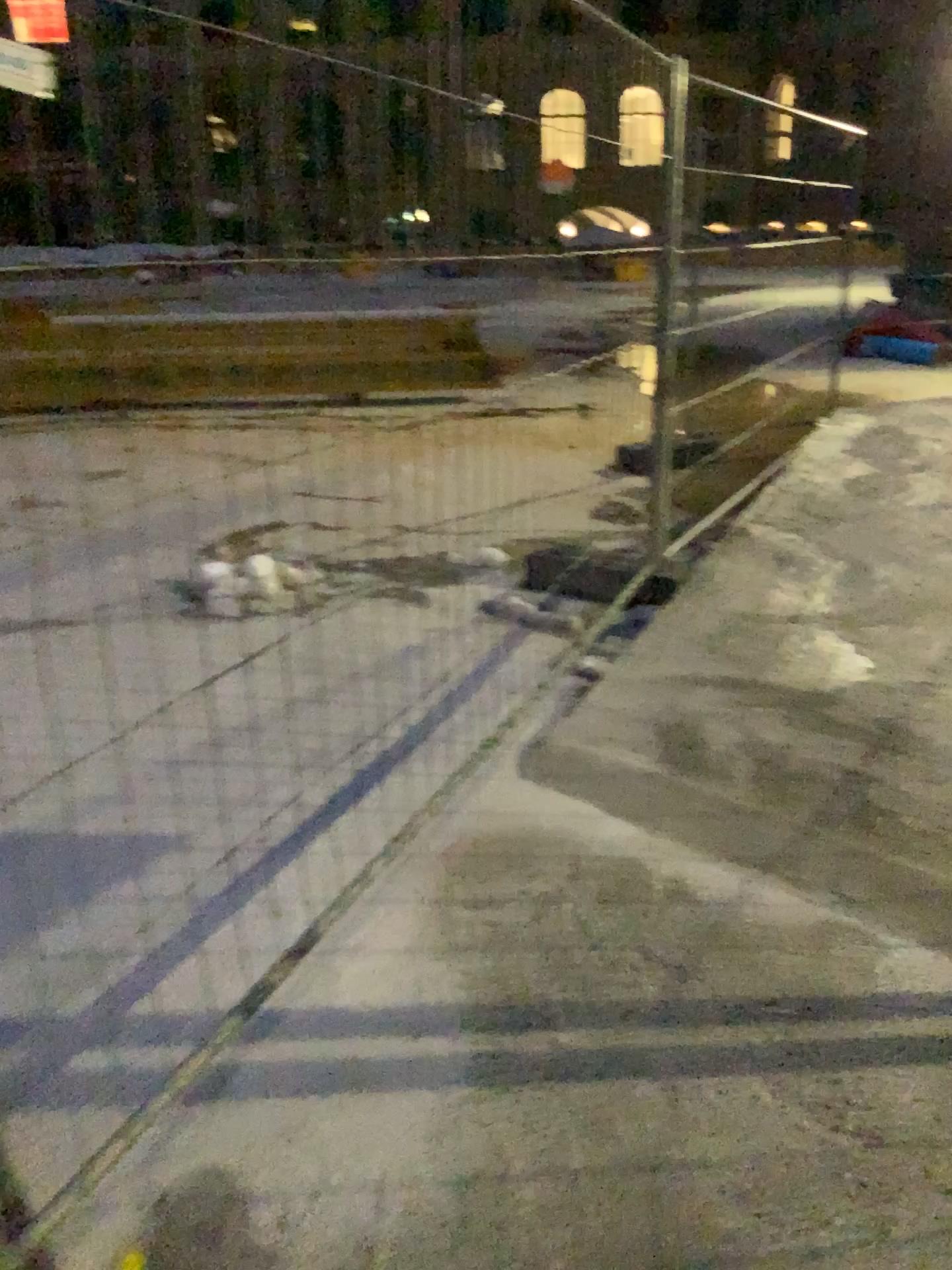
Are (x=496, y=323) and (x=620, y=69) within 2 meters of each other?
yes
